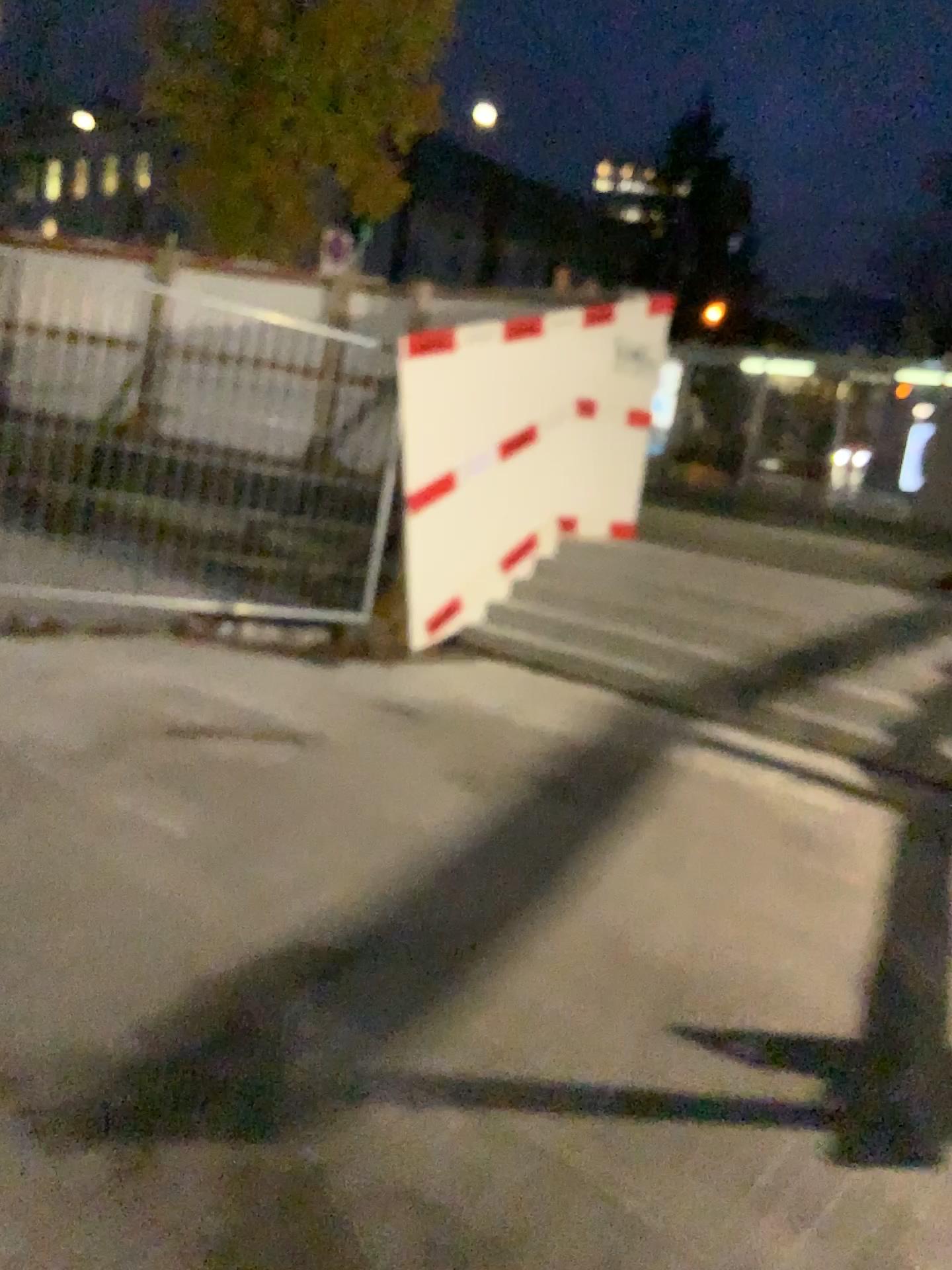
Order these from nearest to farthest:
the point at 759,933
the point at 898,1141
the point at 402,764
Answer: the point at 898,1141
the point at 759,933
the point at 402,764
